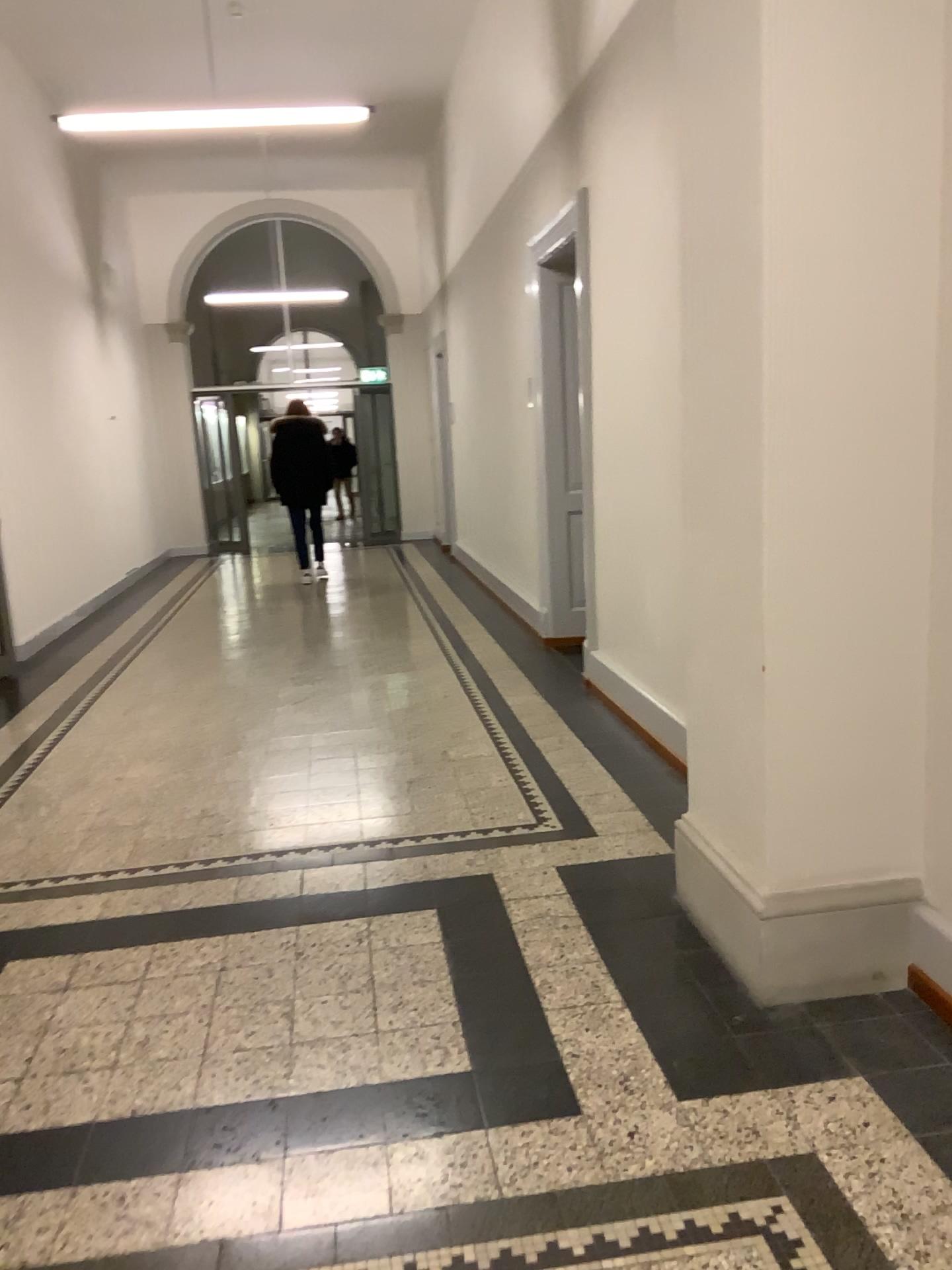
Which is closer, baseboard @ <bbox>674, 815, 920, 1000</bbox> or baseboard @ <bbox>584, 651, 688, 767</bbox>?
baseboard @ <bbox>674, 815, 920, 1000</bbox>

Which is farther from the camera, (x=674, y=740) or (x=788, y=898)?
(x=674, y=740)

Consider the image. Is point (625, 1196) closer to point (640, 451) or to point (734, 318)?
point (734, 318)

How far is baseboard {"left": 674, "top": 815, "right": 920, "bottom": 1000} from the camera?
2.48m

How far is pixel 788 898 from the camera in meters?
2.5
